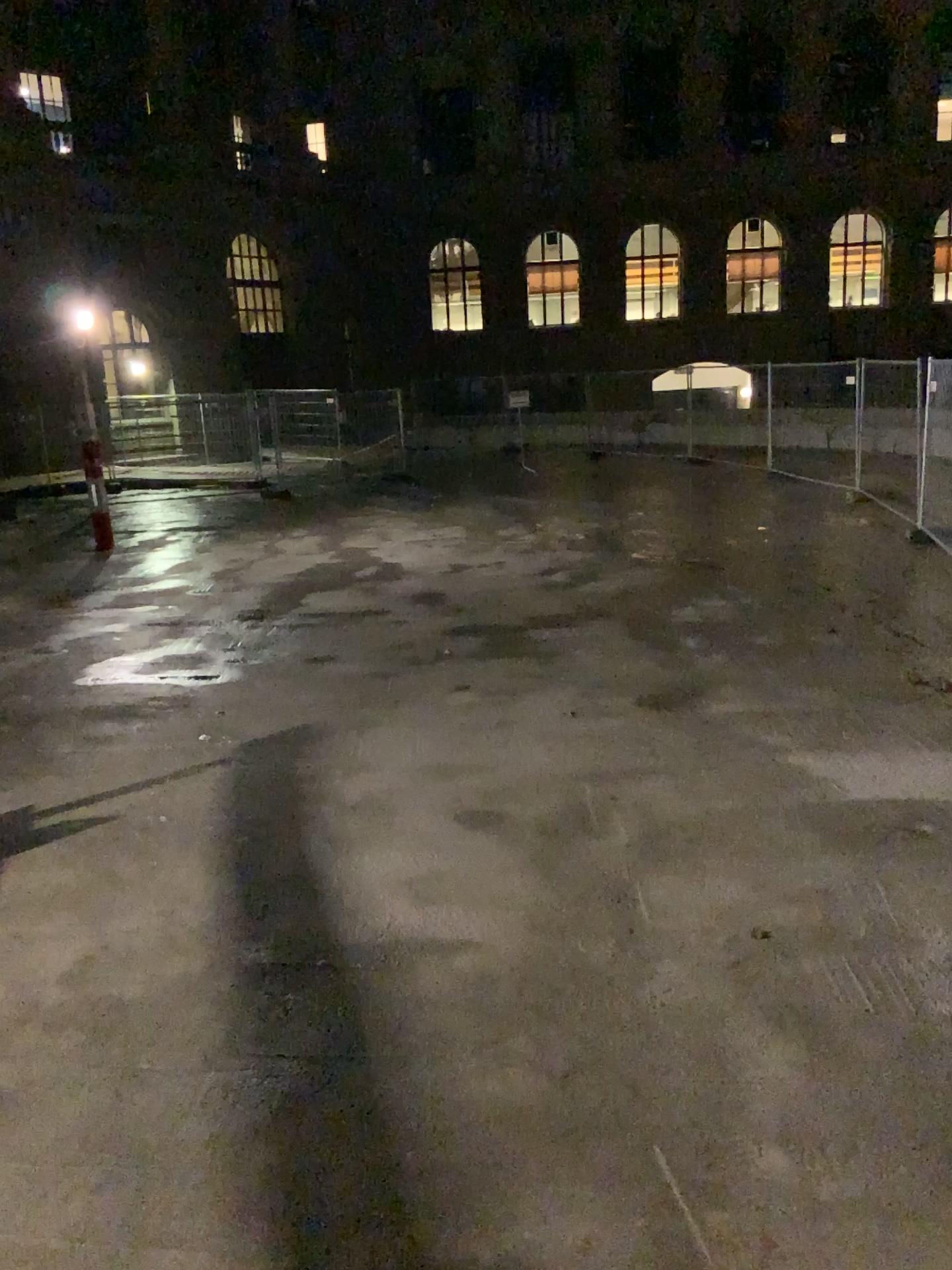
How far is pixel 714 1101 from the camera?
3.0 meters
